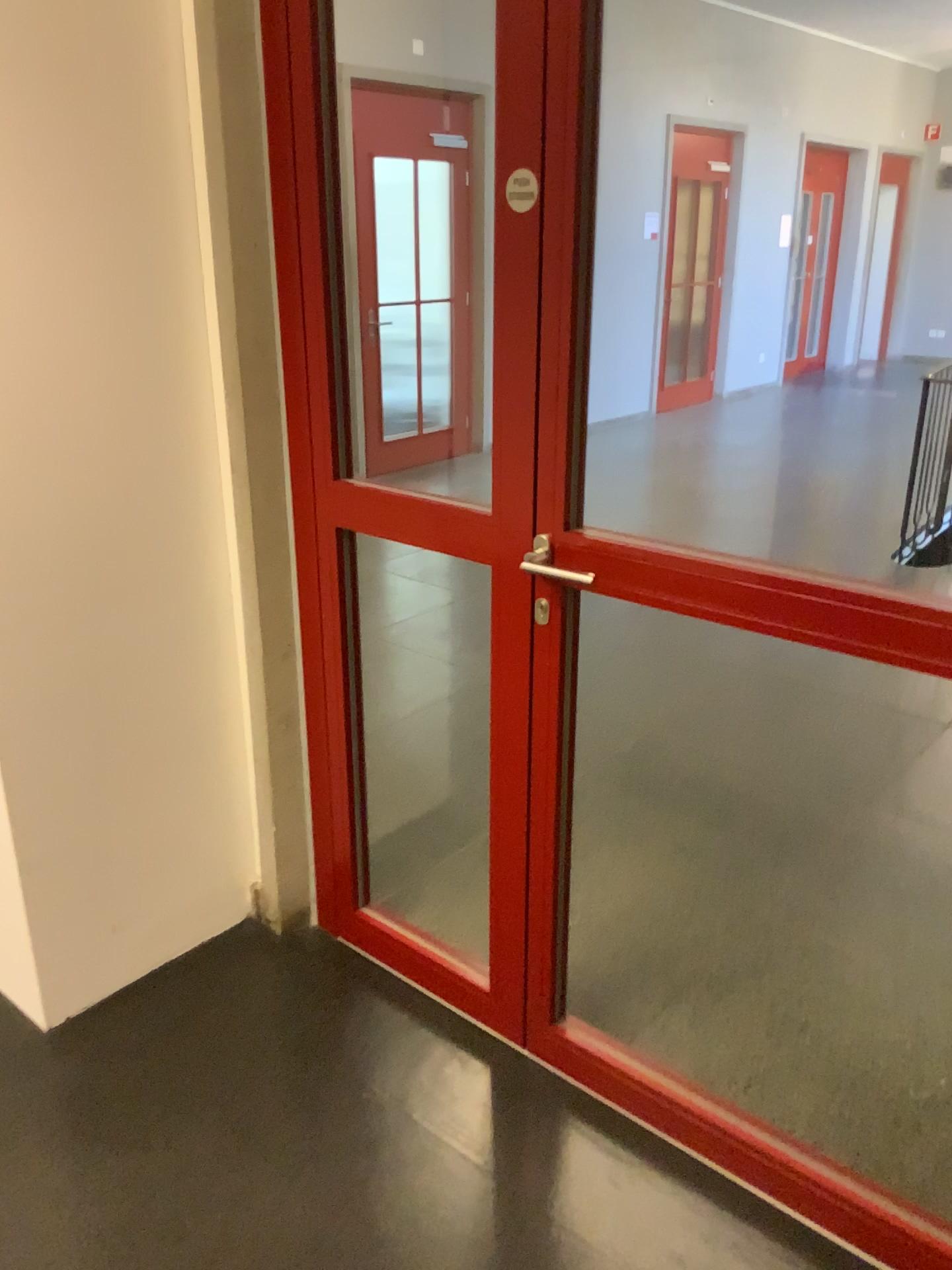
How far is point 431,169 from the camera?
2.4 meters

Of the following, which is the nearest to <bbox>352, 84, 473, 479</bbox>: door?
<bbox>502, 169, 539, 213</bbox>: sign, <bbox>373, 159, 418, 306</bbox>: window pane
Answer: <bbox>373, 159, 418, 306</bbox>: window pane

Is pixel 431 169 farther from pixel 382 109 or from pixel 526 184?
pixel 526 184

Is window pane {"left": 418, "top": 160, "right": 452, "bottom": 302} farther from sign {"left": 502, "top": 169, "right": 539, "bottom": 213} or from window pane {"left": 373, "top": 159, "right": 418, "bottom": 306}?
sign {"left": 502, "top": 169, "right": 539, "bottom": 213}

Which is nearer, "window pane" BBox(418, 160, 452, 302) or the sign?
the sign

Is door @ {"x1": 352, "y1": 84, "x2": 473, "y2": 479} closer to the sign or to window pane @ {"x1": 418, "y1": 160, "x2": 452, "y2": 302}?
window pane @ {"x1": 418, "y1": 160, "x2": 452, "y2": 302}

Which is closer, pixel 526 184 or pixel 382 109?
pixel 526 184

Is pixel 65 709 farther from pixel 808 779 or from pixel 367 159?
pixel 808 779

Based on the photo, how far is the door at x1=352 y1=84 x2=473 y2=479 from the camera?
2.28m

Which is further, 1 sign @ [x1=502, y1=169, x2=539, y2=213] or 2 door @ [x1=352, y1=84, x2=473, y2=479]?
2 door @ [x1=352, y1=84, x2=473, y2=479]
